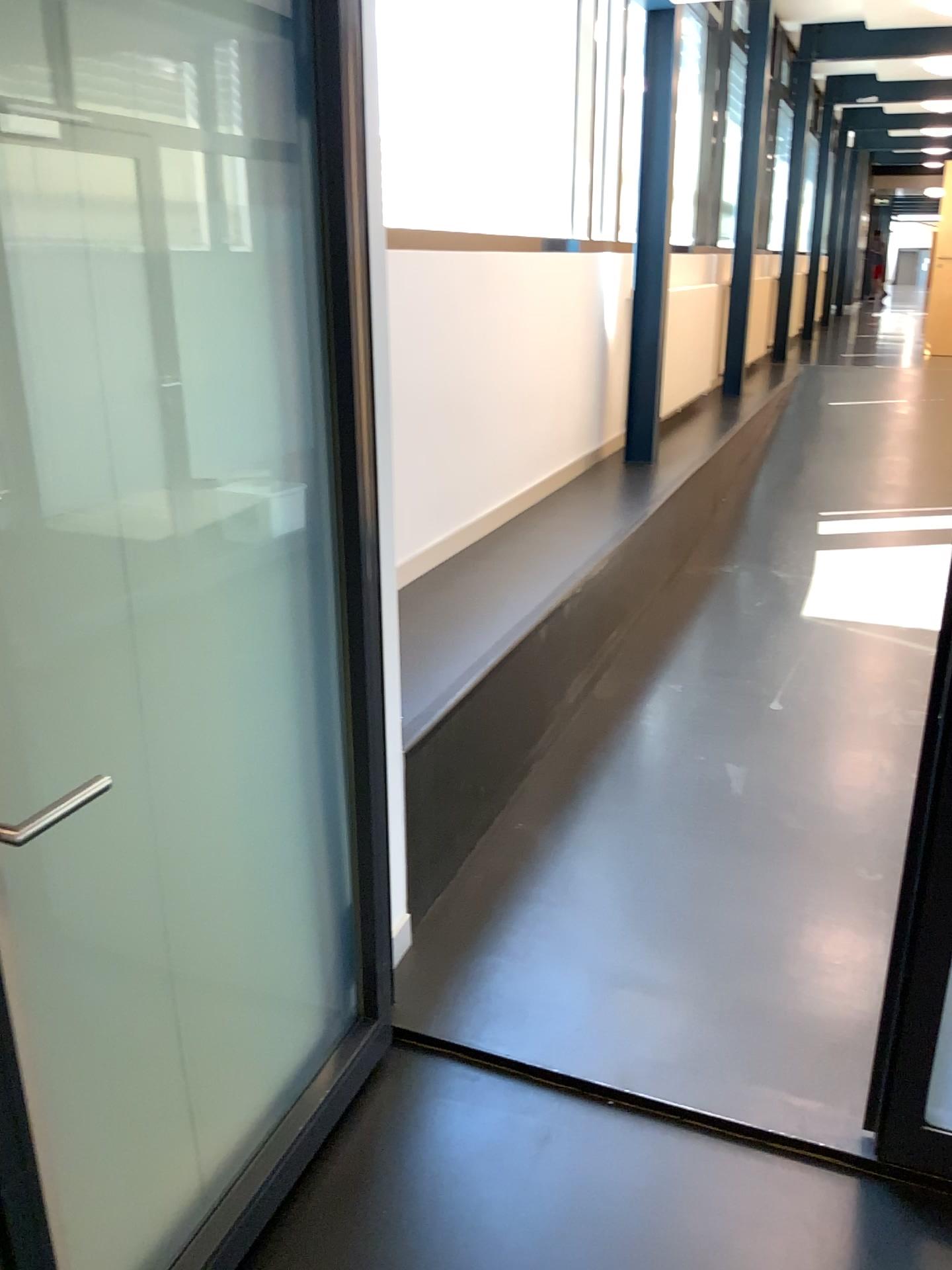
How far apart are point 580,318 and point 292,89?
3.53m

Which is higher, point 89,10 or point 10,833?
point 89,10
